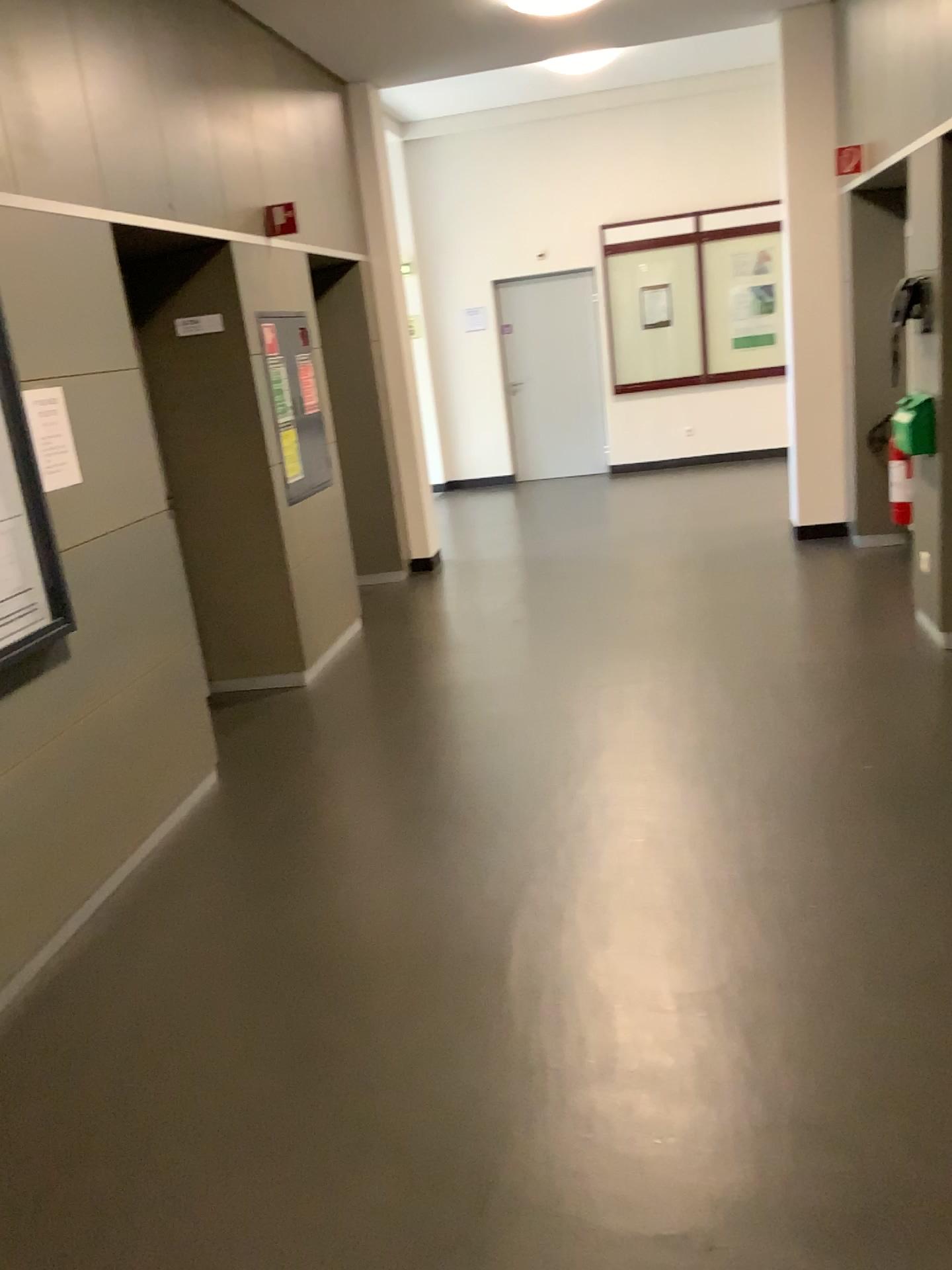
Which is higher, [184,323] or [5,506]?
[184,323]

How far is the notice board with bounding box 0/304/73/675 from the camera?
3.0m

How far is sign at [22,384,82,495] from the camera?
3.1m

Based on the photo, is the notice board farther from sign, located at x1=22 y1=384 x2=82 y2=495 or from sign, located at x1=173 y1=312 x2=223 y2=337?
sign, located at x1=173 y1=312 x2=223 y2=337

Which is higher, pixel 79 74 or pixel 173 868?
pixel 79 74

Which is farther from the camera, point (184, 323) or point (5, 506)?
point (184, 323)

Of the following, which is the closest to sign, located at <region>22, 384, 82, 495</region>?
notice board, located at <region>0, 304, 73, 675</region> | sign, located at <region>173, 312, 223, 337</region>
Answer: notice board, located at <region>0, 304, 73, 675</region>

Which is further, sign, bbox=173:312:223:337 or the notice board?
sign, bbox=173:312:223:337

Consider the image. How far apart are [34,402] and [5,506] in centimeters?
37cm
